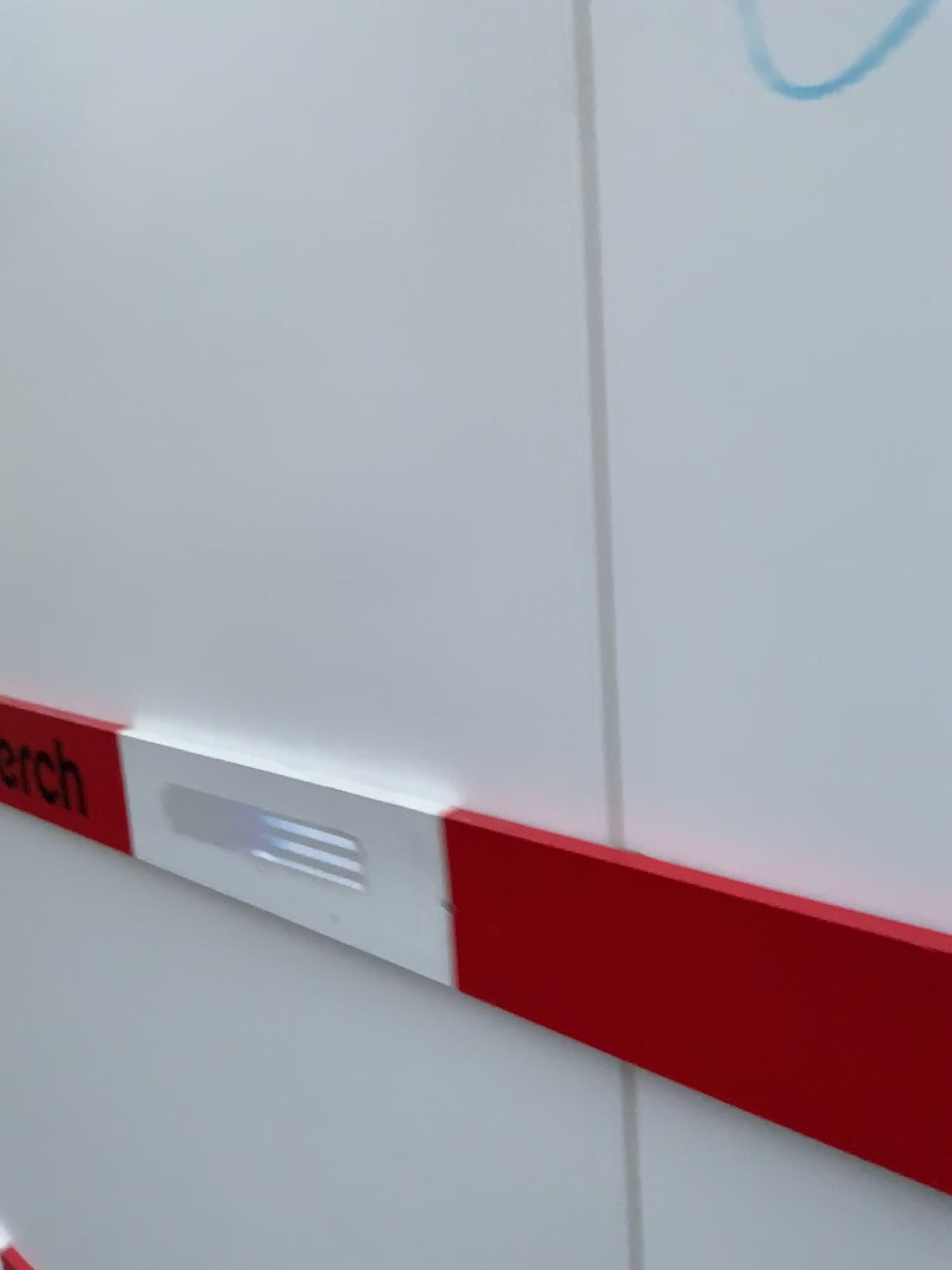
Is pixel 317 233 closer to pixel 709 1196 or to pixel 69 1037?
pixel 709 1196

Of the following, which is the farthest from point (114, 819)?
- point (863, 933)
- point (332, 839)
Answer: point (863, 933)

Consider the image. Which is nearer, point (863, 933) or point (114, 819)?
point (863, 933)

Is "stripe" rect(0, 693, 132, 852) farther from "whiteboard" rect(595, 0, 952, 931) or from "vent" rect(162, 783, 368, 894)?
"whiteboard" rect(595, 0, 952, 931)

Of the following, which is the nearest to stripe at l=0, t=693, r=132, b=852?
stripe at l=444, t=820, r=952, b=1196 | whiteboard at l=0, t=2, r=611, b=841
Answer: whiteboard at l=0, t=2, r=611, b=841

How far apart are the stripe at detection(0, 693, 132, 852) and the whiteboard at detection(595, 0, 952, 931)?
0.7m

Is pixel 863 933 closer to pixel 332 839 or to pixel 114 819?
pixel 332 839

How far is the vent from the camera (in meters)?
0.91

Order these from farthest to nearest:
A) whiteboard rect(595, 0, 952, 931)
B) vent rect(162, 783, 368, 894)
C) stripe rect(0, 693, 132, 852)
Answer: stripe rect(0, 693, 132, 852) < vent rect(162, 783, 368, 894) < whiteboard rect(595, 0, 952, 931)

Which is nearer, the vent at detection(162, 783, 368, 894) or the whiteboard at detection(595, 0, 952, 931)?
the whiteboard at detection(595, 0, 952, 931)
